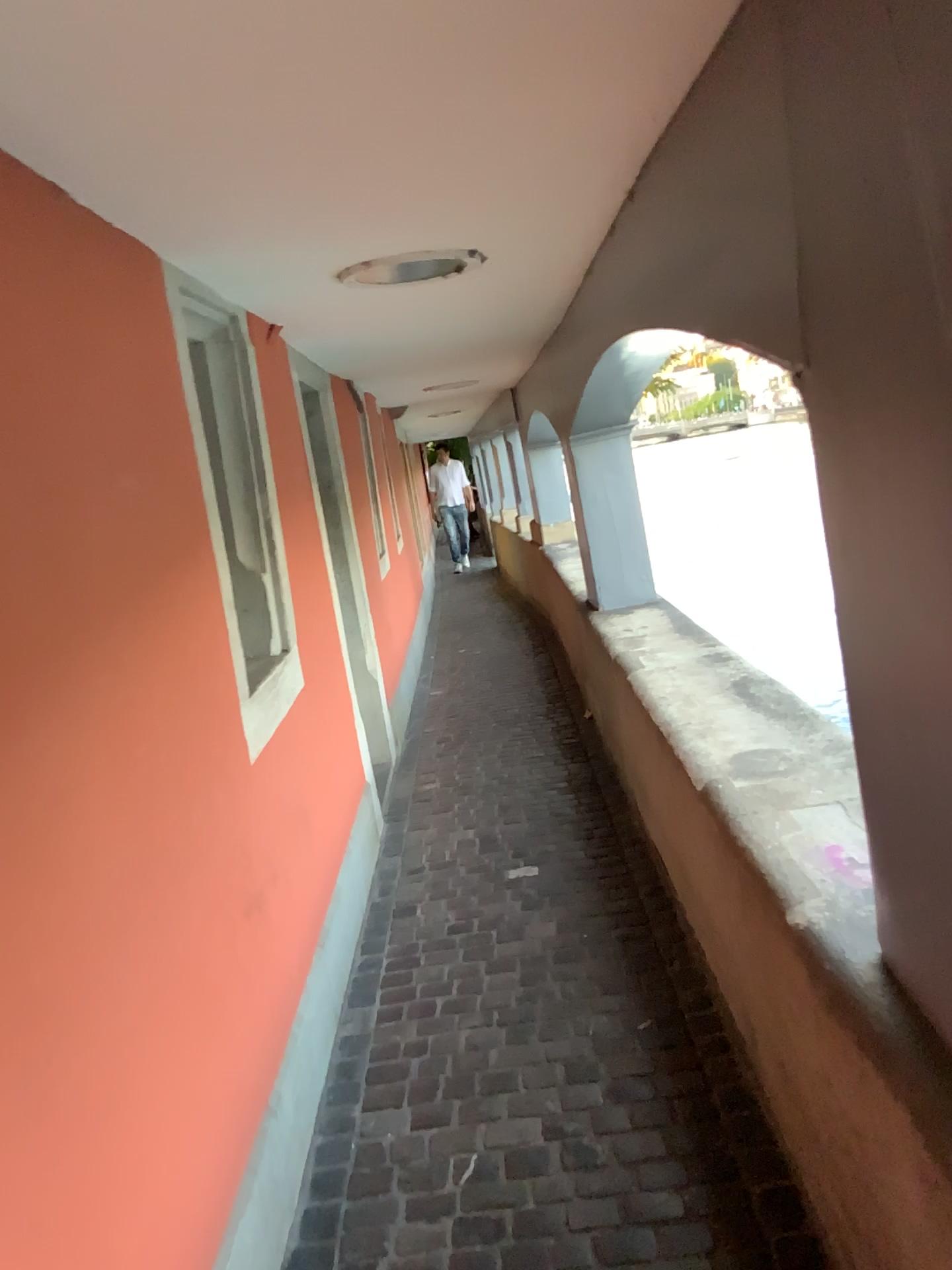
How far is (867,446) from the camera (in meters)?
1.22

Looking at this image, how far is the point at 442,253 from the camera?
2.6m

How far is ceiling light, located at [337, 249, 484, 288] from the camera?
2.62m
